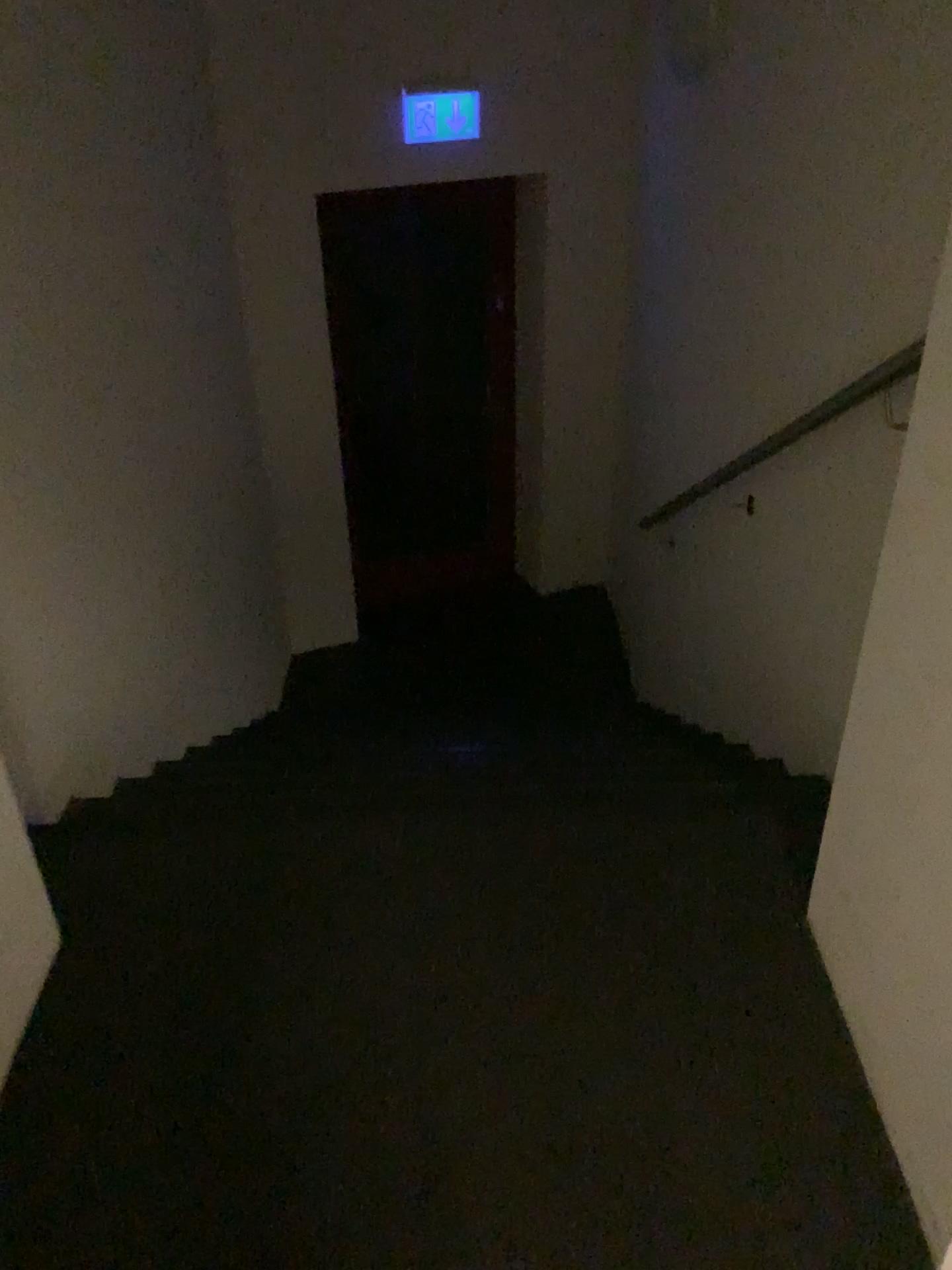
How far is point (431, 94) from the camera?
4.2 meters

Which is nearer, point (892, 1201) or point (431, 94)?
point (892, 1201)

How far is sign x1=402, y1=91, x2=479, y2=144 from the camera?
4.2 meters

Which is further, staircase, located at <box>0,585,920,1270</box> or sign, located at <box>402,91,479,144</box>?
sign, located at <box>402,91,479,144</box>

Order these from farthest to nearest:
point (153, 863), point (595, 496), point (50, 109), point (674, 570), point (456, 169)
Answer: point (595, 496)
point (456, 169)
point (674, 570)
point (50, 109)
point (153, 863)

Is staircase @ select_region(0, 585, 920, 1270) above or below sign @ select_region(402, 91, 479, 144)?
below

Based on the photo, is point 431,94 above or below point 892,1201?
above
